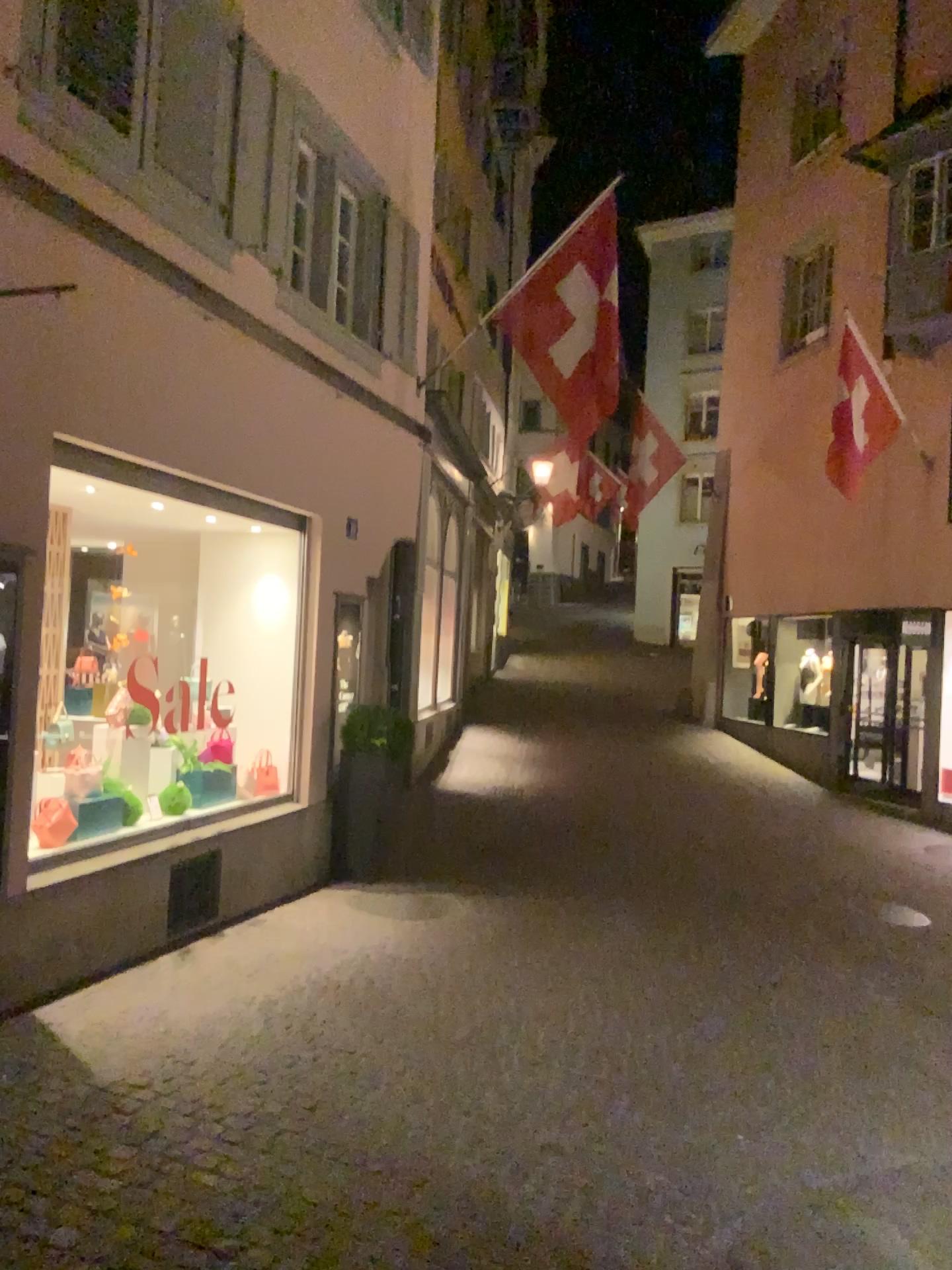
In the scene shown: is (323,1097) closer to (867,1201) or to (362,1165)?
(362,1165)
